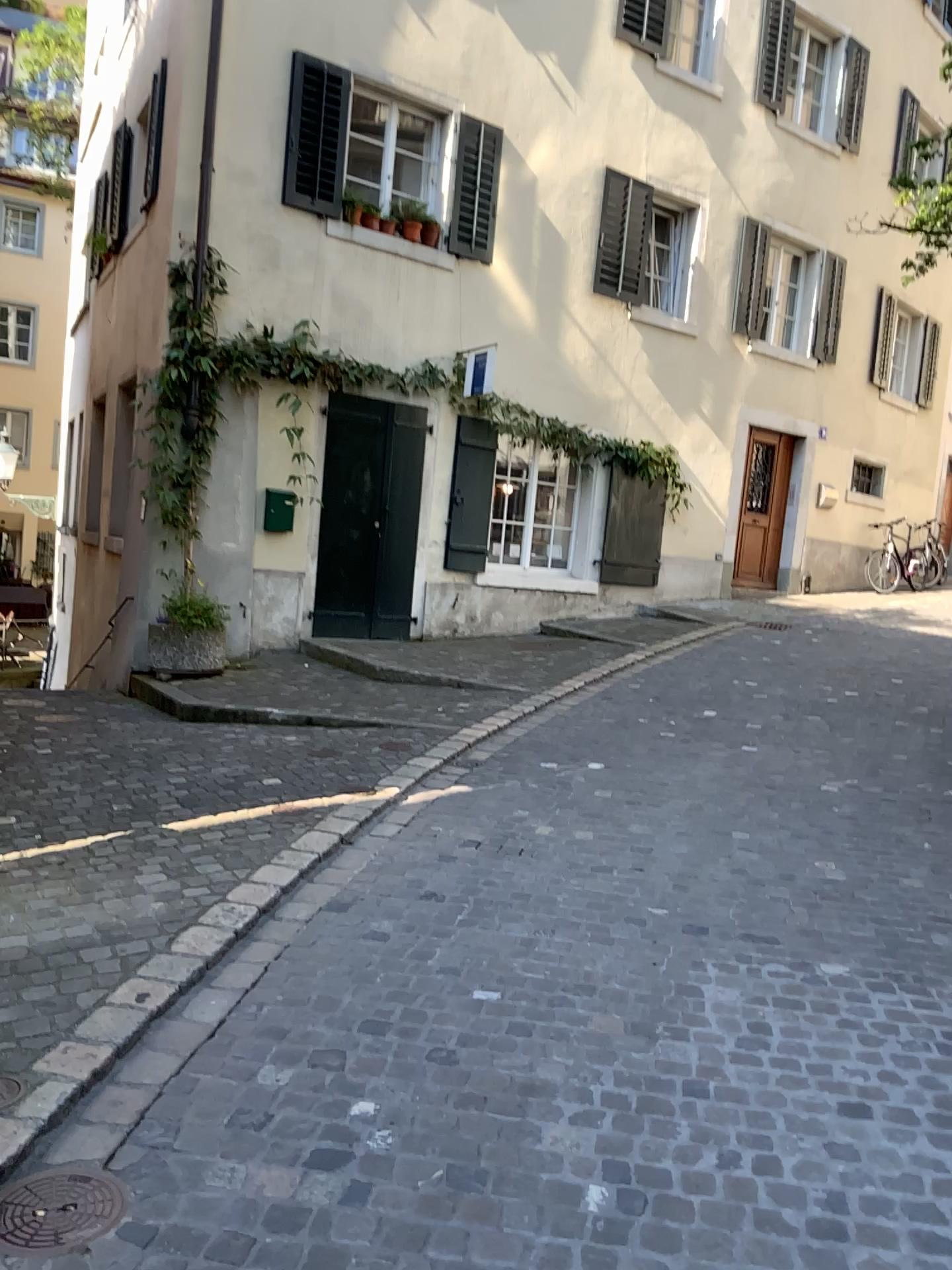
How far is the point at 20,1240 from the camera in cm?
212

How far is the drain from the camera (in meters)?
2.13

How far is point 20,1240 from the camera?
2.1m

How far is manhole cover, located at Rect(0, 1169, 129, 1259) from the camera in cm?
213

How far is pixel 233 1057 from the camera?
2.8m
